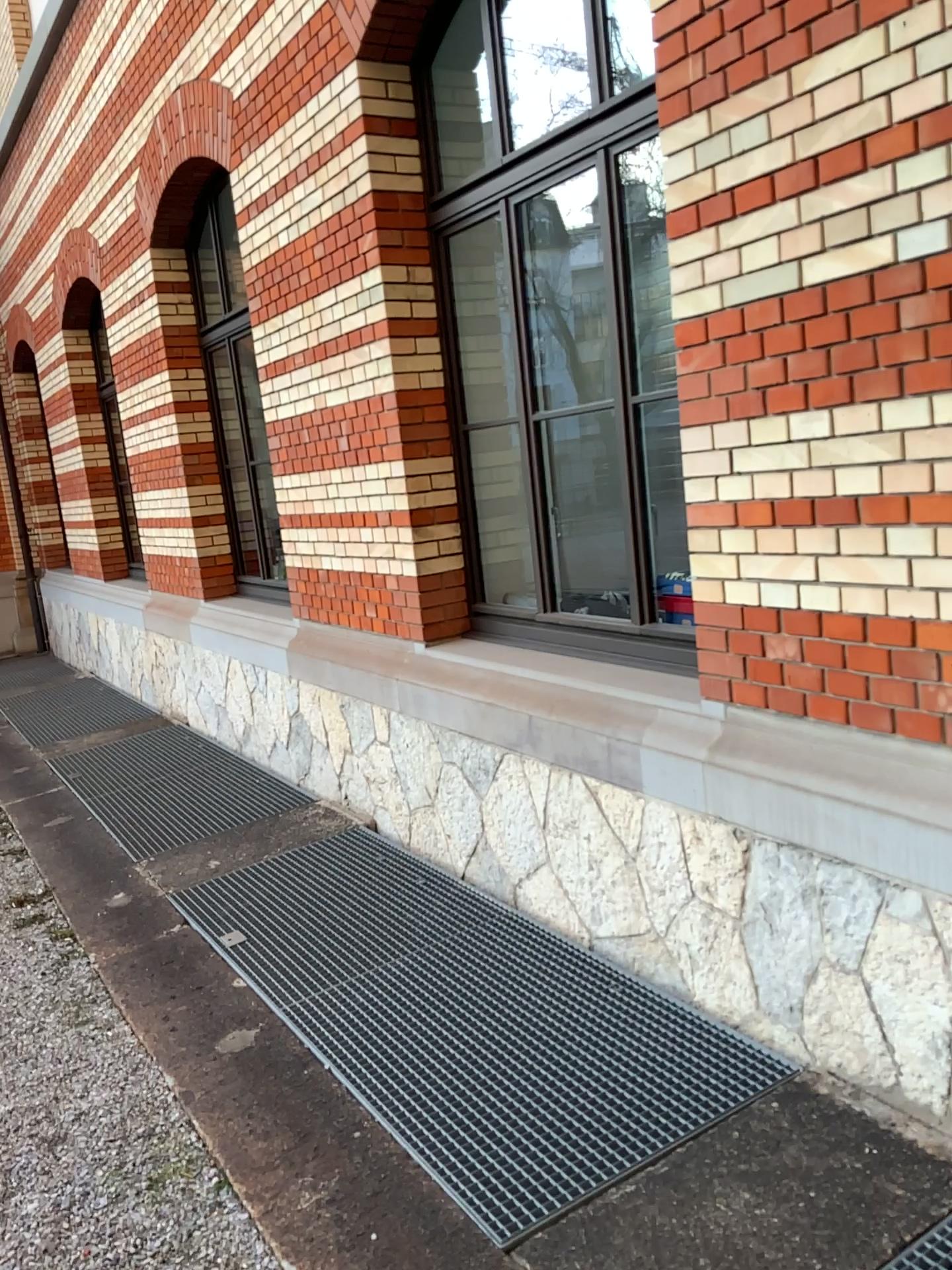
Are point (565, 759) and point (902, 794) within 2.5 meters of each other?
yes
